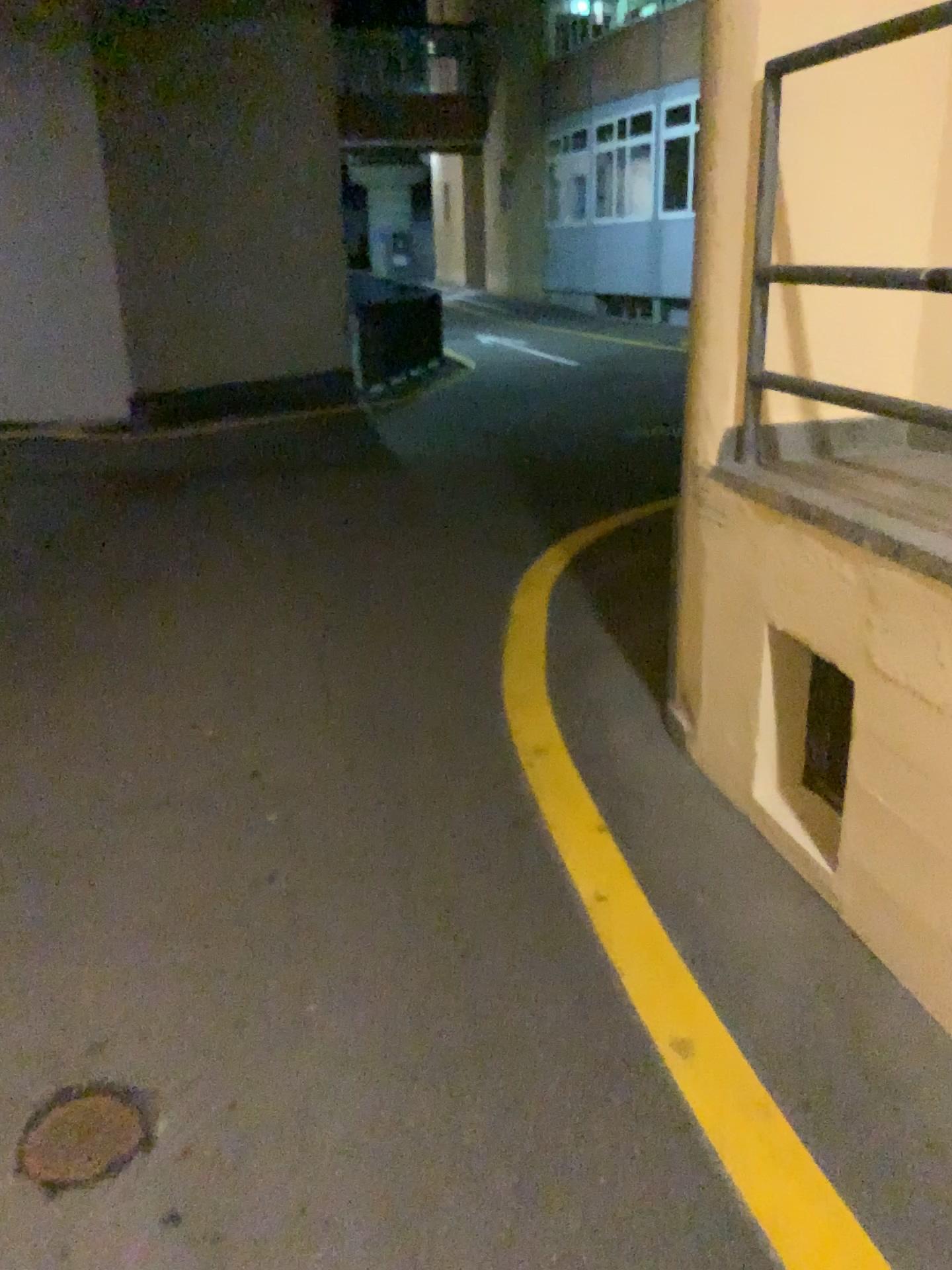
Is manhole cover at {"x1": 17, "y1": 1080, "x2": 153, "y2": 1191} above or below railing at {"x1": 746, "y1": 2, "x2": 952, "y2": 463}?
below

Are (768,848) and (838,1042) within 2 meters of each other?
yes

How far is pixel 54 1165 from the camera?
1.8m

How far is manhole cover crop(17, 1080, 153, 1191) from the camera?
1.81m

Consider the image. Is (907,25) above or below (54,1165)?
above
